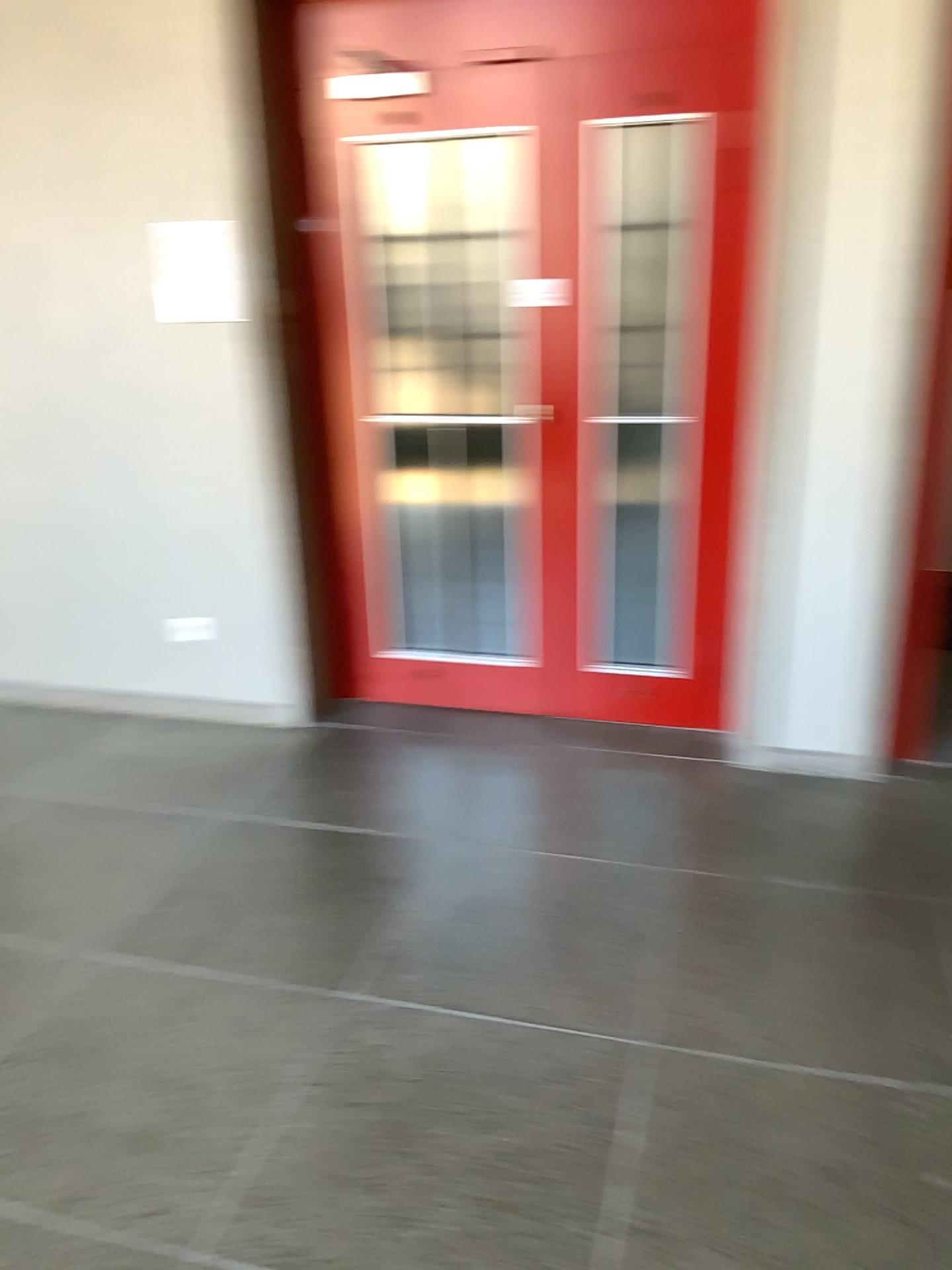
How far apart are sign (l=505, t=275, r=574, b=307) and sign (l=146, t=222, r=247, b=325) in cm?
95

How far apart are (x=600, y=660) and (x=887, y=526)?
1.1 meters

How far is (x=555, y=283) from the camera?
3.34m

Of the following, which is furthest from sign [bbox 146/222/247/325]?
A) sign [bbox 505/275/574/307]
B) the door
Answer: sign [bbox 505/275/574/307]

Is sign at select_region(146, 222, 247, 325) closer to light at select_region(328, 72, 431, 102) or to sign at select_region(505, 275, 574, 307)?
light at select_region(328, 72, 431, 102)

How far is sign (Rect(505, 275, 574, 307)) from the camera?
3.3 meters

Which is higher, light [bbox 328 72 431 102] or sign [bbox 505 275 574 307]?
light [bbox 328 72 431 102]

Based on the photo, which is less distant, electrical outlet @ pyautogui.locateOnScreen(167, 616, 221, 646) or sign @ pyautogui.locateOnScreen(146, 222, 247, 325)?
sign @ pyautogui.locateOnScreen(146, 222, 247, 325)

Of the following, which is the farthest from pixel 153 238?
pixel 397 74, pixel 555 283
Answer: pixel 555 283

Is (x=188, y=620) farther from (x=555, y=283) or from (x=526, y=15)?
(x=526, y=15)
